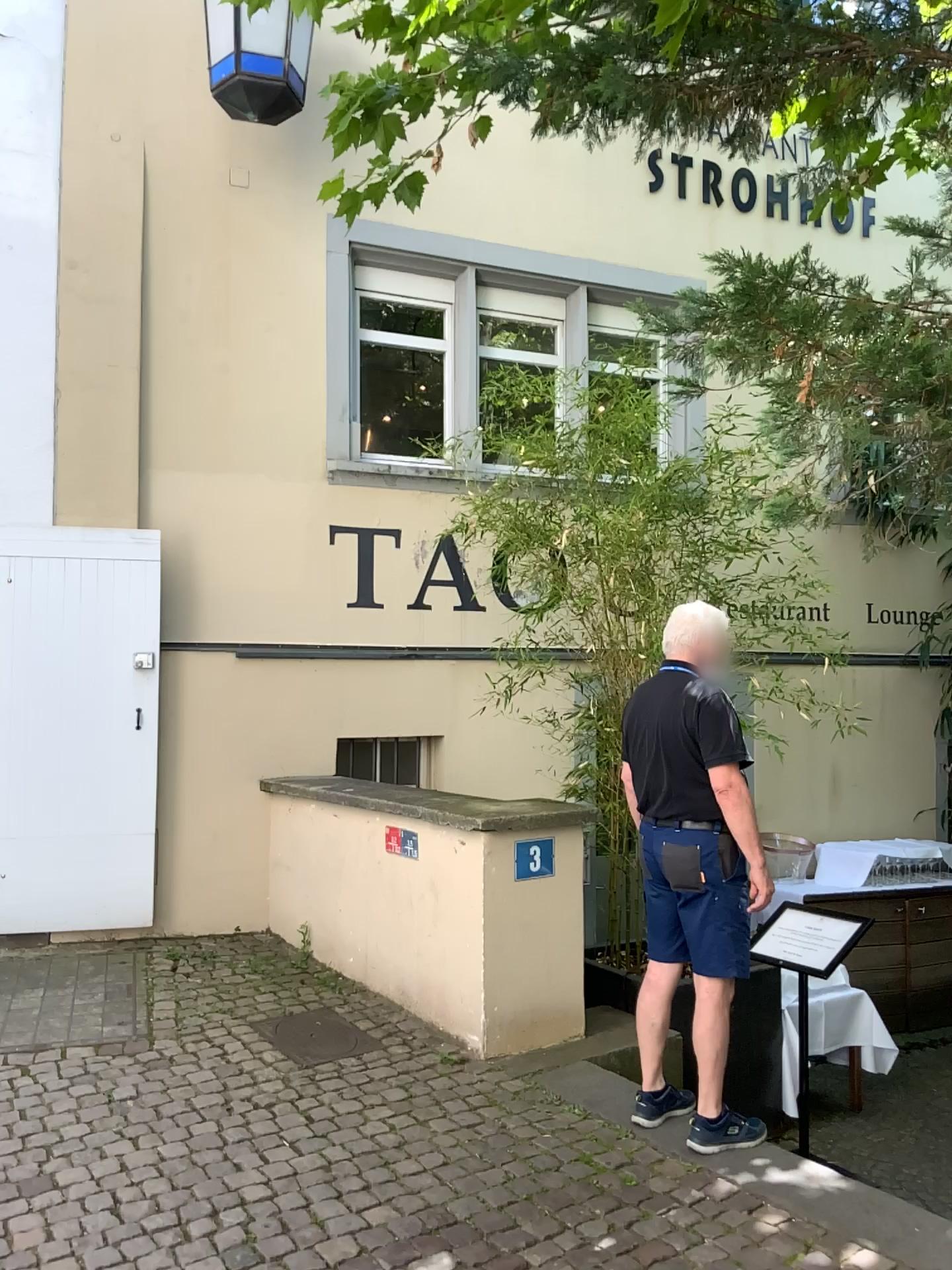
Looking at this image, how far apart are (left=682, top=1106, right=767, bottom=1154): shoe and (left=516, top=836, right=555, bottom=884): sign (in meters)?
1.18

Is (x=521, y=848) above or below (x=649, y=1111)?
above

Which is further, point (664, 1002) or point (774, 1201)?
point (664, 1002)

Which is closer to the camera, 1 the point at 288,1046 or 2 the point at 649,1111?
2 the point at 649,1111

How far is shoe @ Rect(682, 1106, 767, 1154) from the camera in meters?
3.4

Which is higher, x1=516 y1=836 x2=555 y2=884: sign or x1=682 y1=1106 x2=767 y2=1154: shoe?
x1=516 y1=836 x2=555 y2=884: sign

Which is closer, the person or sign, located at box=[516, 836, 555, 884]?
the person

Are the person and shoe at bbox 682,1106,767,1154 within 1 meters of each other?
yes

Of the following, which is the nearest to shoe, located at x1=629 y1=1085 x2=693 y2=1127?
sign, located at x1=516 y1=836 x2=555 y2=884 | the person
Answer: the person

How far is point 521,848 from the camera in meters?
4.3 m
